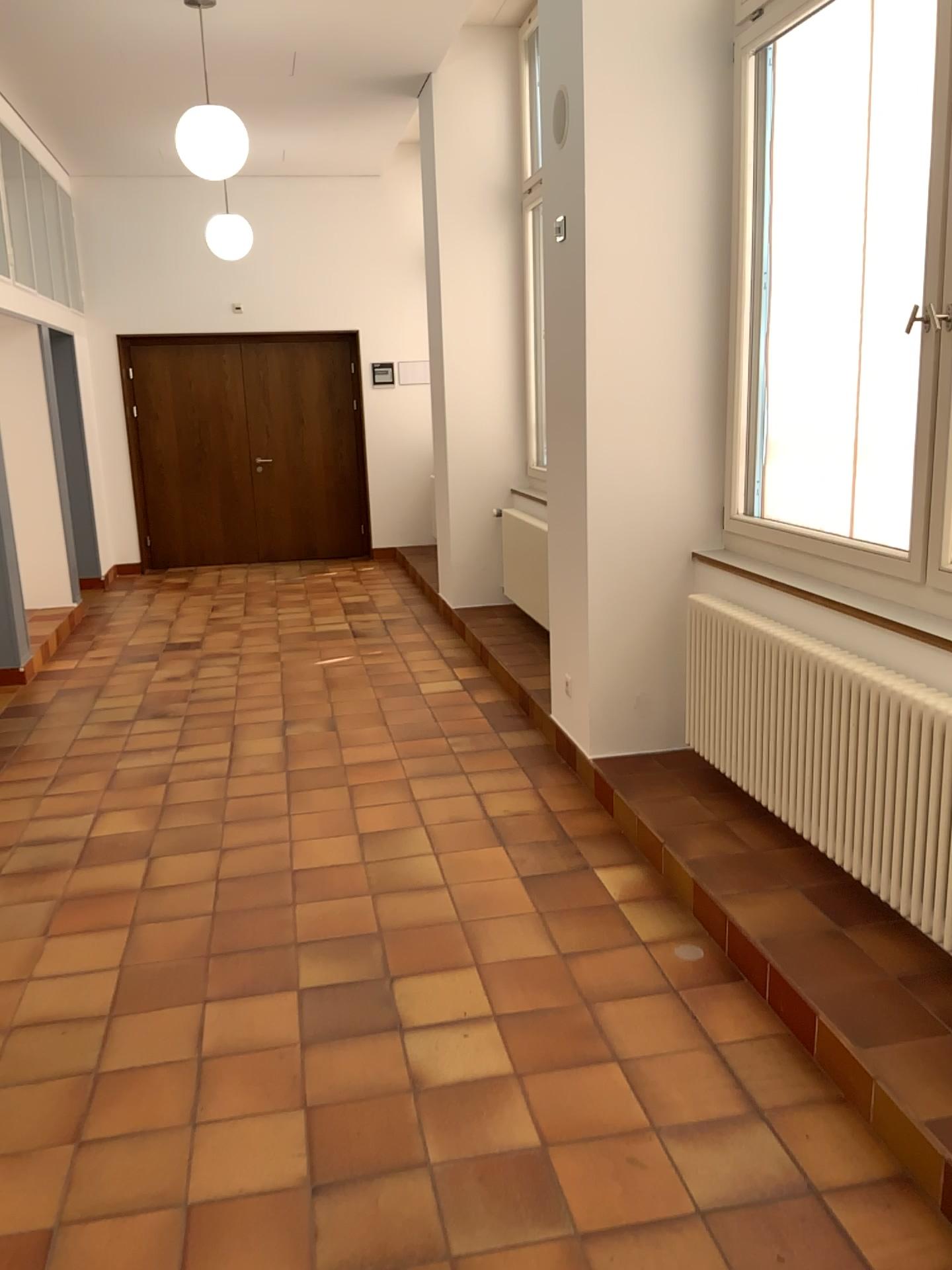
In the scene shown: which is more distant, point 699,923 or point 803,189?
point 803,189
